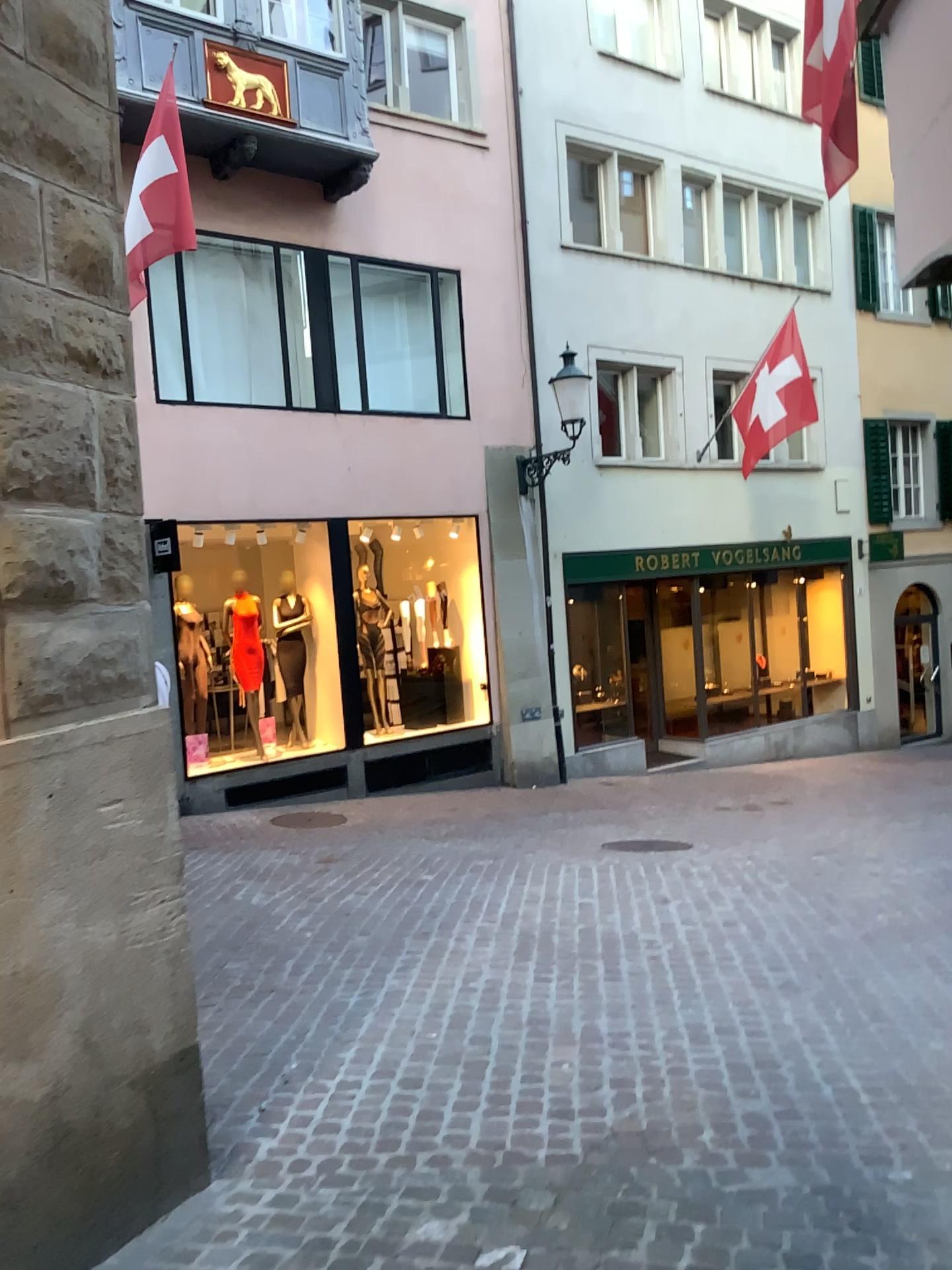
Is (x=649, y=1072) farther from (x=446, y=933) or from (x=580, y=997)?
(x=446, y=933)
